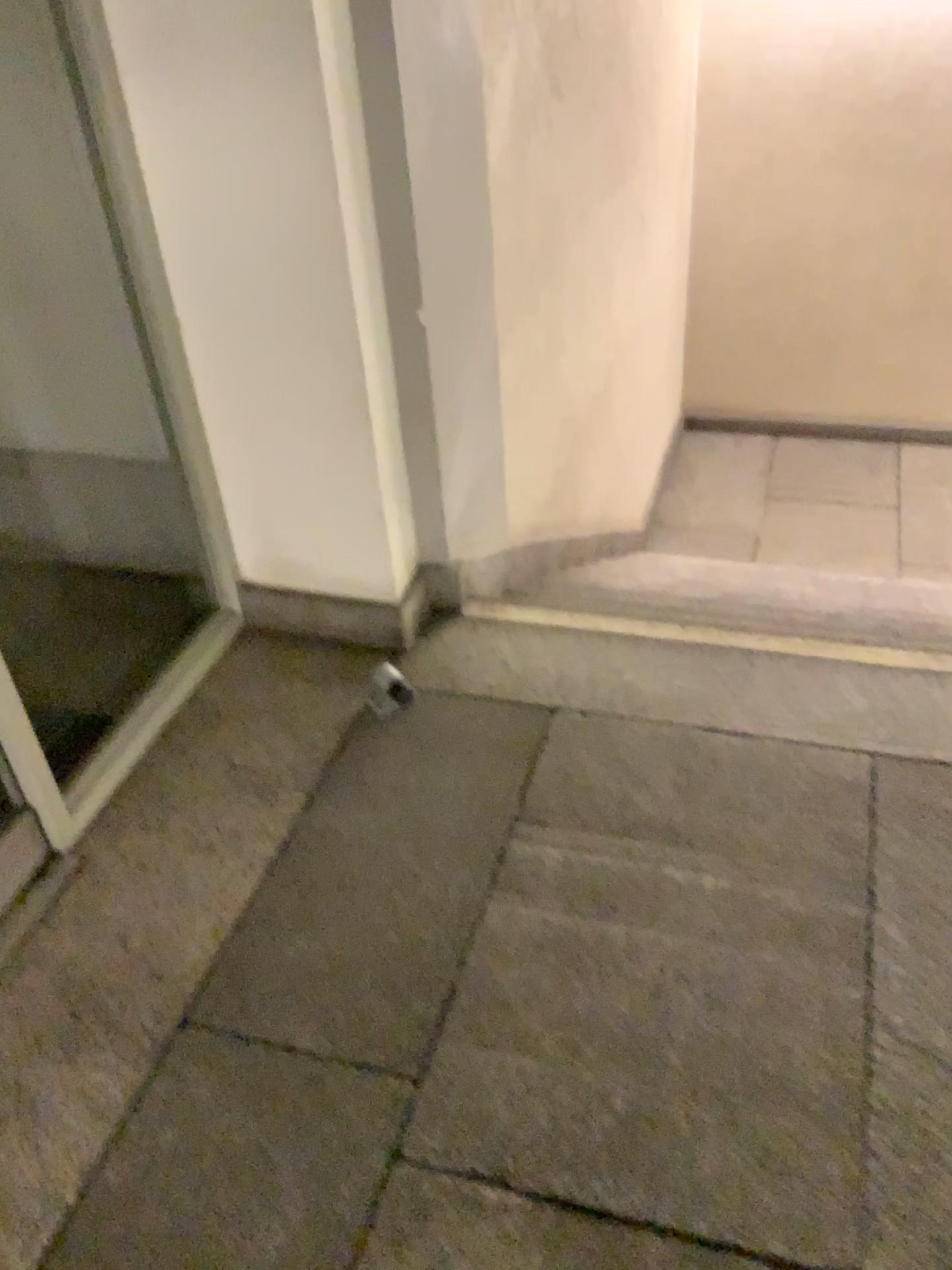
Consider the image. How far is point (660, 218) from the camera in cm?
507
